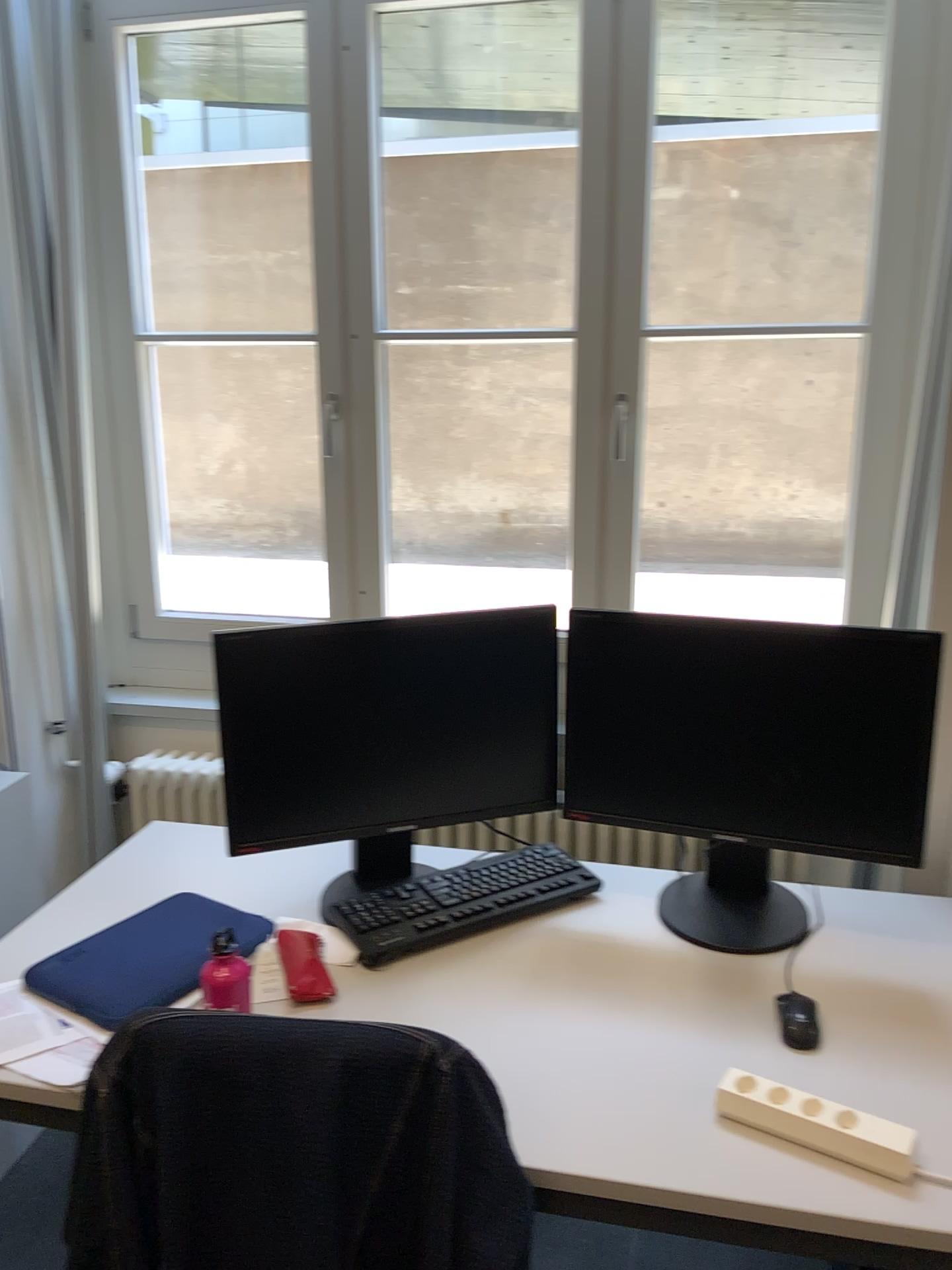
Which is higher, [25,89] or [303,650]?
[25,89]

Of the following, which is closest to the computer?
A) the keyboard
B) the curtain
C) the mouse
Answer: the keyboard

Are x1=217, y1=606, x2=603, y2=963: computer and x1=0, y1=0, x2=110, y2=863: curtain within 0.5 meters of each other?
no

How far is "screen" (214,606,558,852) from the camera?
1.6 meters

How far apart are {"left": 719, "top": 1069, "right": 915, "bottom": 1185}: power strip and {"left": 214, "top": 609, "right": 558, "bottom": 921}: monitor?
0.6m

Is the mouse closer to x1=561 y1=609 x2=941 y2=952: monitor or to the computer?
x1=561 y1=609 x2=941 y2=952: monitor

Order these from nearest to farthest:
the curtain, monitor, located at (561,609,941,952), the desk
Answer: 1. the desk
2. monitor, located at (561,609,941,952)
3. the curtain

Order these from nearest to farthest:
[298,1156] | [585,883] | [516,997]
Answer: [298,1156], [516,997], [585,883]

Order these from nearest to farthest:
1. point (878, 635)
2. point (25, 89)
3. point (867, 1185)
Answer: point (867, 1185), point (878, 635), point (25, 89)

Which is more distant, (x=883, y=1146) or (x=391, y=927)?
(x=391, y=927)
